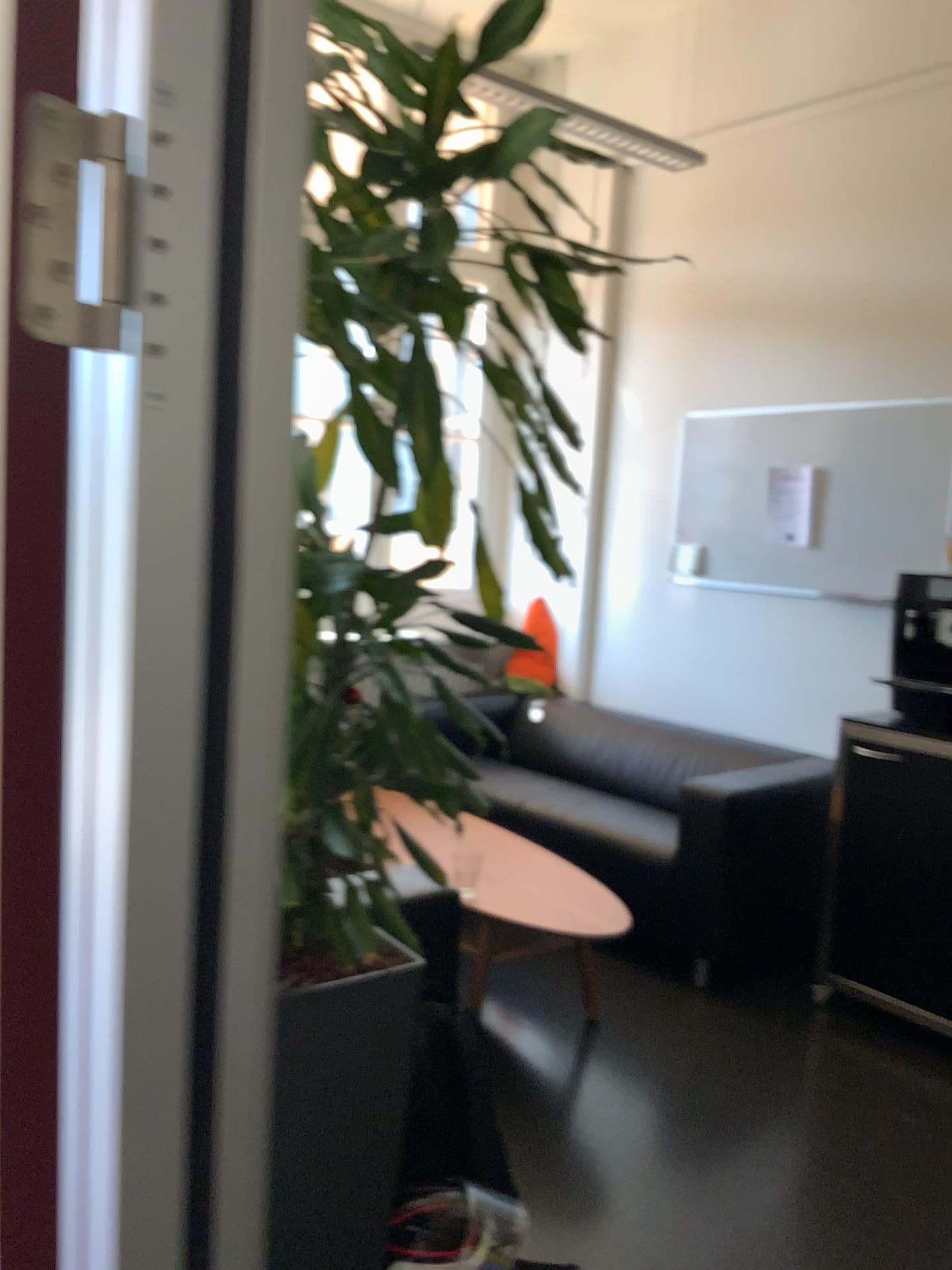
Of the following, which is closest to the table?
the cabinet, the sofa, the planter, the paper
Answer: the sofa

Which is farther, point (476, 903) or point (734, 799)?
point (734, 799)

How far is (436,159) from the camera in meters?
1.4 m

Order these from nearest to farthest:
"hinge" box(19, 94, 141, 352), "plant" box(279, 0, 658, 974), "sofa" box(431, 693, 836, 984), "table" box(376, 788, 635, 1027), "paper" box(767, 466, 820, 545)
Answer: "hinge" box(19, 94, 141, 352) < "plant" box(279, 0, 658, 974) < "table" box(376, 788, 635, 1027) < "sofa" box(431, 693, 836, 984) < "paper" box(767, 466, 820, 545)

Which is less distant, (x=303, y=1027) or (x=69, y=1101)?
(x=69, y=1101)

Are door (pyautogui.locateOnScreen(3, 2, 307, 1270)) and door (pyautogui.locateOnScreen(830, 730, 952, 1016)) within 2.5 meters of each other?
no

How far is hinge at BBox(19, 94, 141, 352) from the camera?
0.5 meters

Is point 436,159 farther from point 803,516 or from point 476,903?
point 803,516

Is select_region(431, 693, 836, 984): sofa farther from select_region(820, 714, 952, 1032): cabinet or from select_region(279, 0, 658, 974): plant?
select_region(279, 0, 658, 974): plant

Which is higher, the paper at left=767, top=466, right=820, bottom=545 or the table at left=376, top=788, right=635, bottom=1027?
the paper at left=767, top=466, right=820, bottom=545
